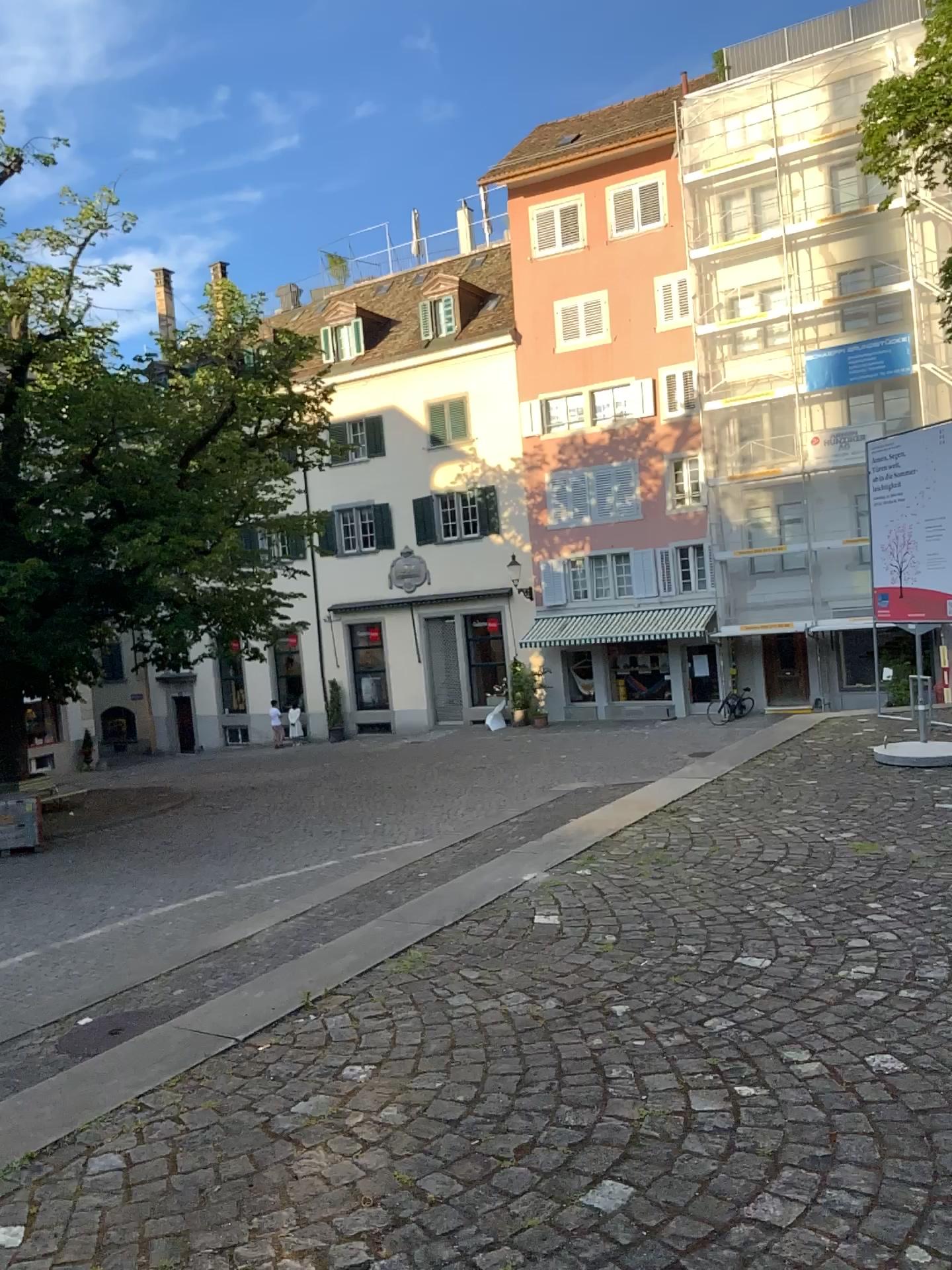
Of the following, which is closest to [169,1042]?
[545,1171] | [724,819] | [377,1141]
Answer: [377,1141]
